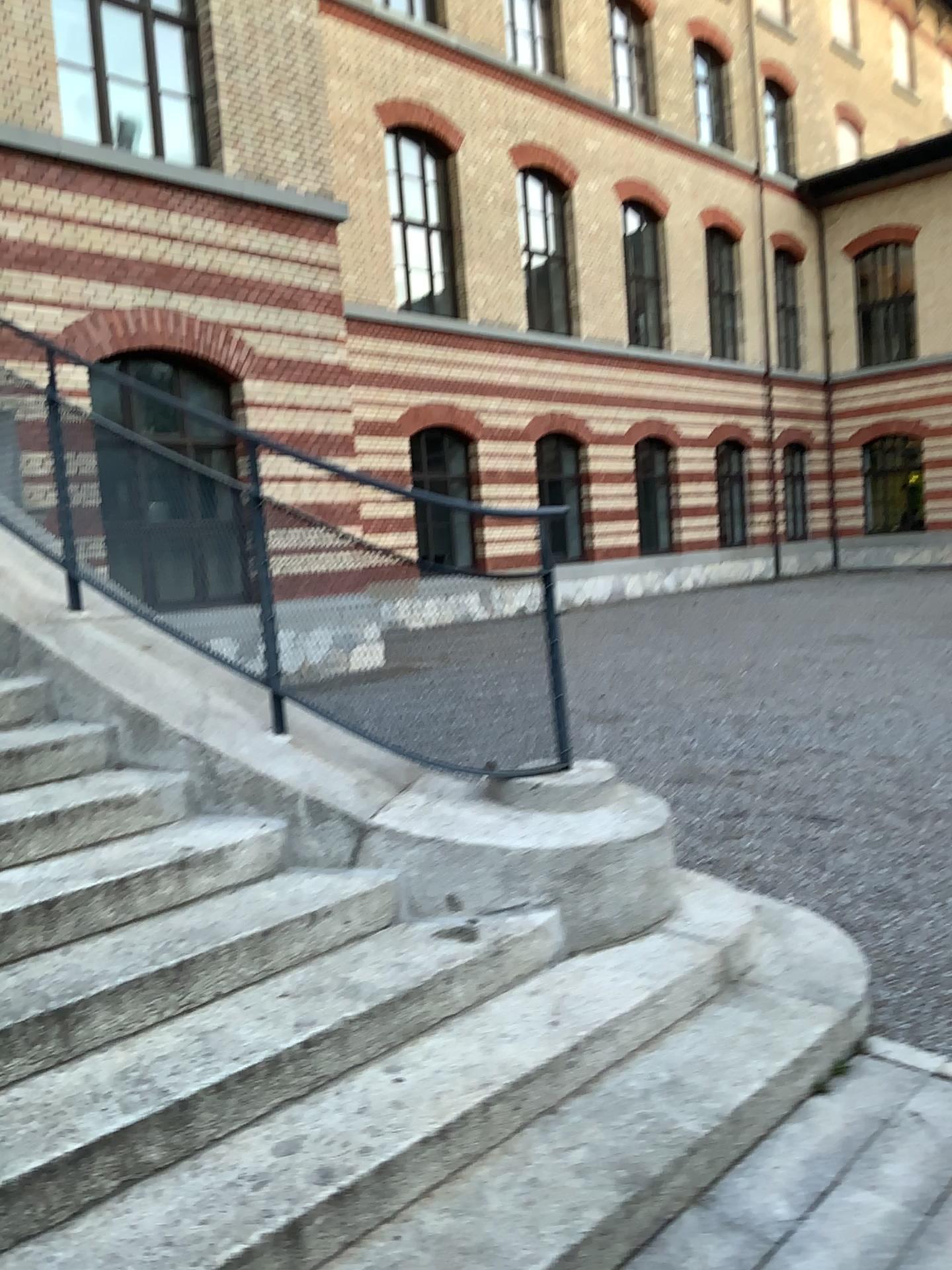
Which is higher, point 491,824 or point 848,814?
point 491,824
